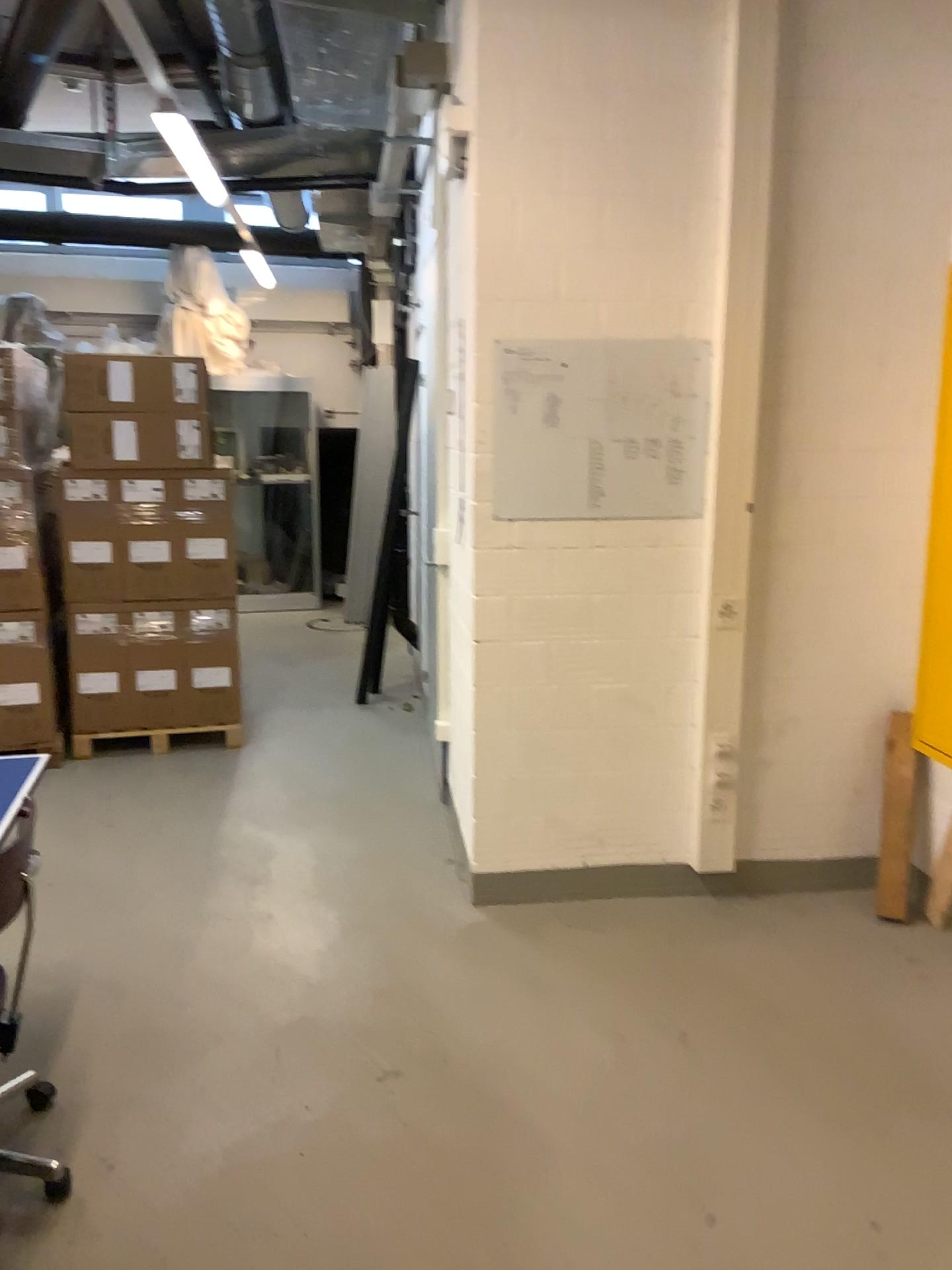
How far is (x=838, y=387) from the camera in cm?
333

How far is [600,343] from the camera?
3.21m

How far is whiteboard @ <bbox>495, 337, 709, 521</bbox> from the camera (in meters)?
3.21
